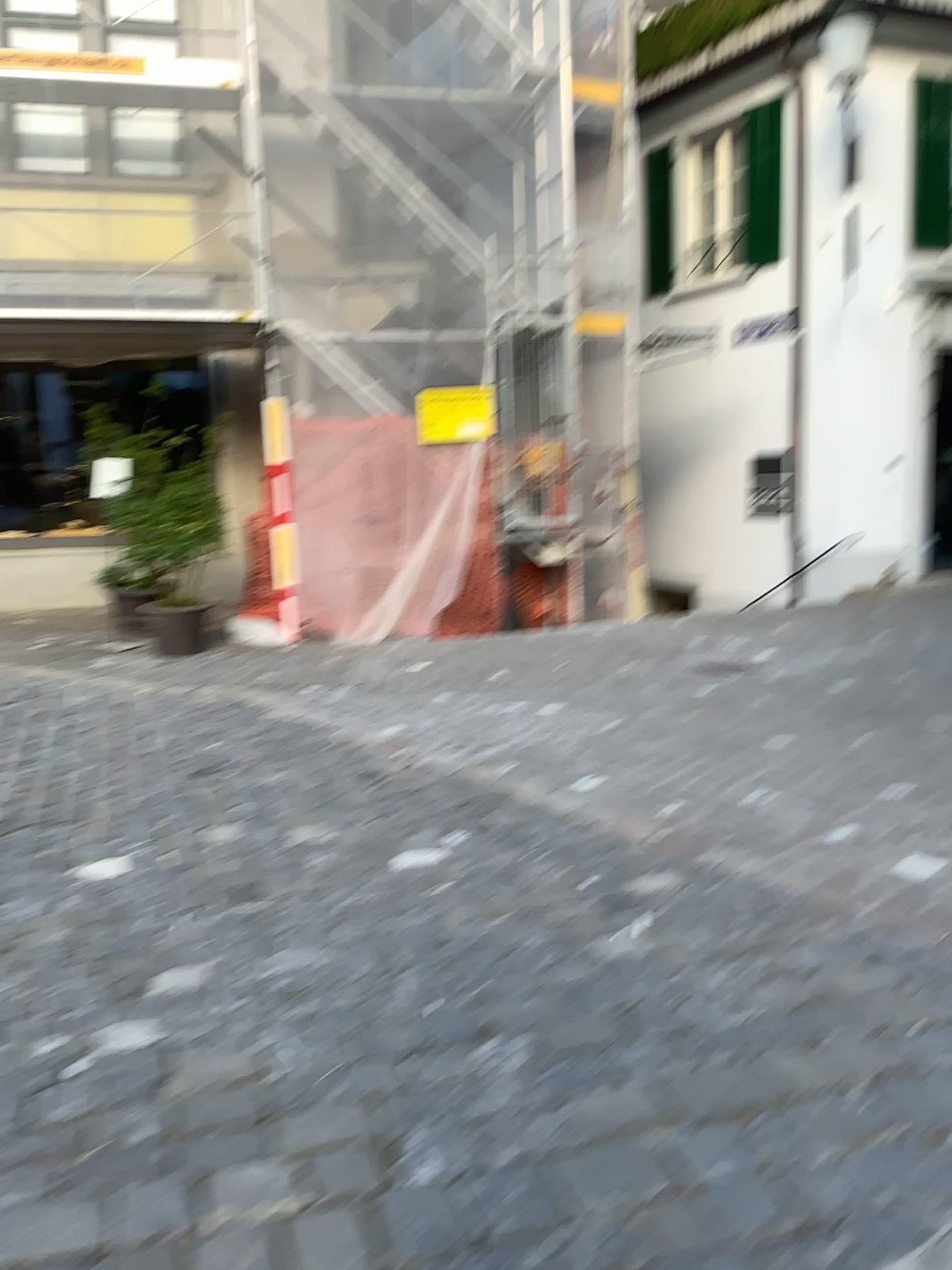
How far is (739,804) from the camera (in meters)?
4.03
